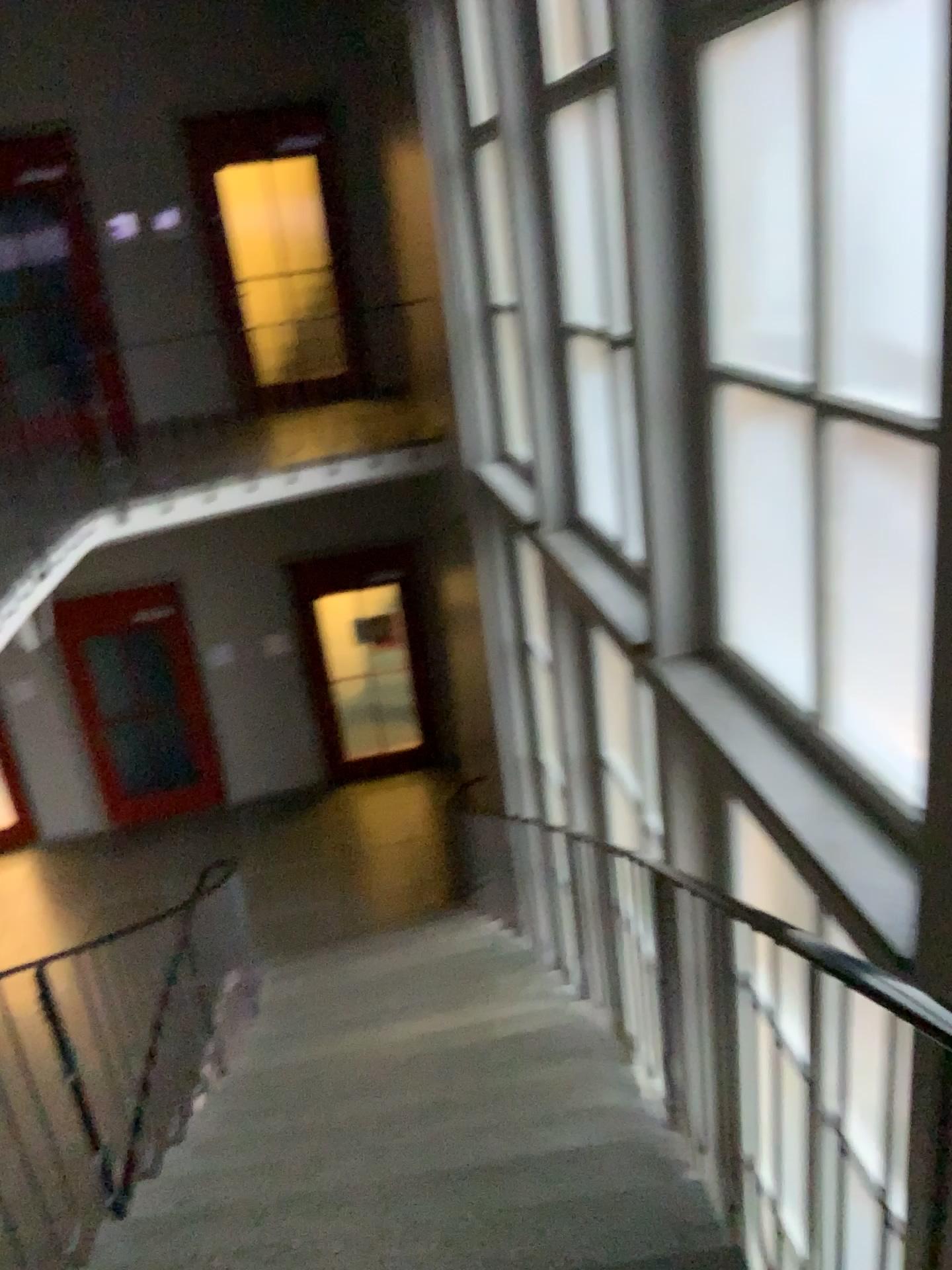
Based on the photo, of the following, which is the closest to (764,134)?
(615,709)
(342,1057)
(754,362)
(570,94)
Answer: (754,362)
